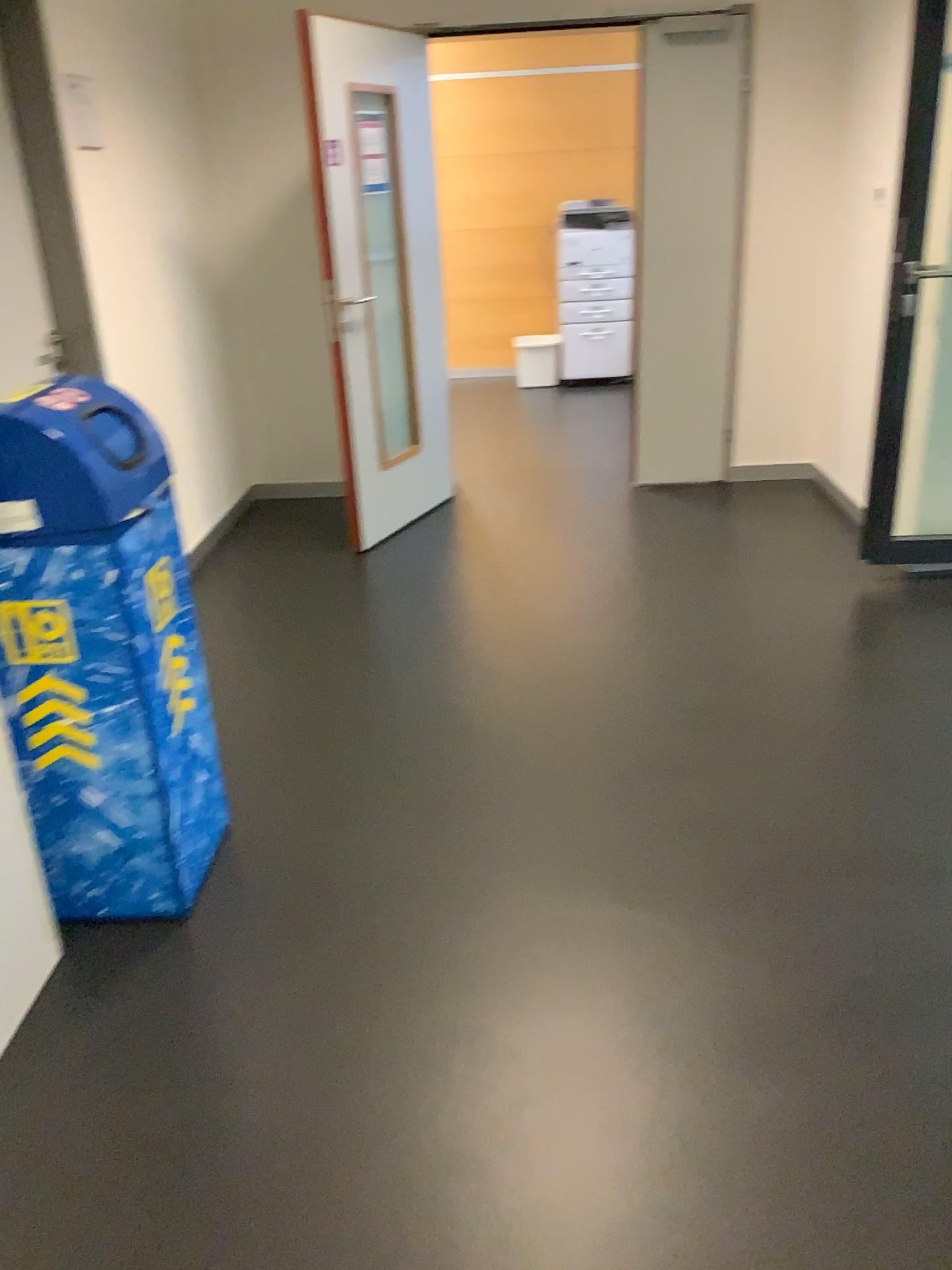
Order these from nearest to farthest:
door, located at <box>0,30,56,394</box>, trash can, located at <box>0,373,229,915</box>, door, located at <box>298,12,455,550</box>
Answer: trash can, located at <box>0,373,229,915</box>, door, located at <box>0,30,56,394</box>, door, located at <box>298,12,455,550</box>

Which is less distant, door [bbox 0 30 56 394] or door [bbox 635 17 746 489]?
door [bbox 0 30 56 394]

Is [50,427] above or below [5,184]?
below

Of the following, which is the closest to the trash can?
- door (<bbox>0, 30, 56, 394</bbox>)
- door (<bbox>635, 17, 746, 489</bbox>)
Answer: door (<bbox>0, 30, 56, 394</bbox>)

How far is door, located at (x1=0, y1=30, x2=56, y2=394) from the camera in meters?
3.2

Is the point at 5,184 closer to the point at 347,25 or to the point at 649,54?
the point at 347,25

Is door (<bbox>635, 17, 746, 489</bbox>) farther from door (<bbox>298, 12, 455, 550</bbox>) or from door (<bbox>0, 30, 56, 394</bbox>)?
door (<bbox>0, 30, 56, 394</bbox>)

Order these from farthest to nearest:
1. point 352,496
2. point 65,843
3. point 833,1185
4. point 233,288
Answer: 1. point 233,288
2. point 352,496
3. point 65,843
4. point 833,1185

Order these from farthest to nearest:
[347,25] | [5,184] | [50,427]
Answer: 1. [347,25]
2. [5,184]
3. [50,427]

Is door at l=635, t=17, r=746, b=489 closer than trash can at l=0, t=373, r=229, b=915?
No
